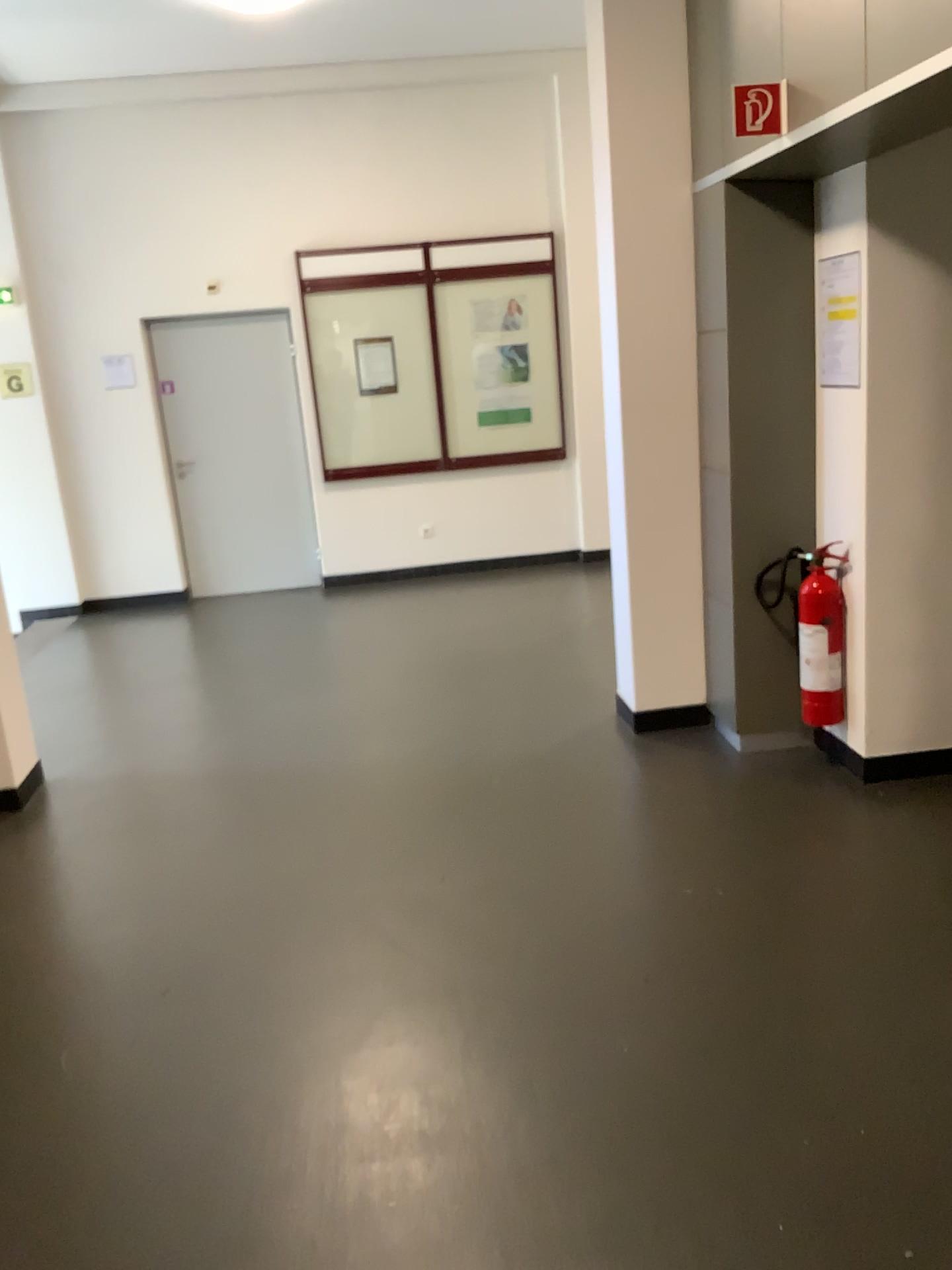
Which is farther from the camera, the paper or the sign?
the paper

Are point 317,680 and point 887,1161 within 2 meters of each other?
no

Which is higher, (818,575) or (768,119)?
(768,119)

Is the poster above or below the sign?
below

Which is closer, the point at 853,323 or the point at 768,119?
the point at 768,119

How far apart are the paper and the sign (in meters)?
0.64

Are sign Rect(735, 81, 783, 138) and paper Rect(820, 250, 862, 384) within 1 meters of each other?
yes

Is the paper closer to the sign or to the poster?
the poster

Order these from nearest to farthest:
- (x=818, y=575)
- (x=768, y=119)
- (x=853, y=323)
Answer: (x=768, y=119) → (x=853, y=323) → (x=818, y=575)

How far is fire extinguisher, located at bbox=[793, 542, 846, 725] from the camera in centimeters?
390cm
